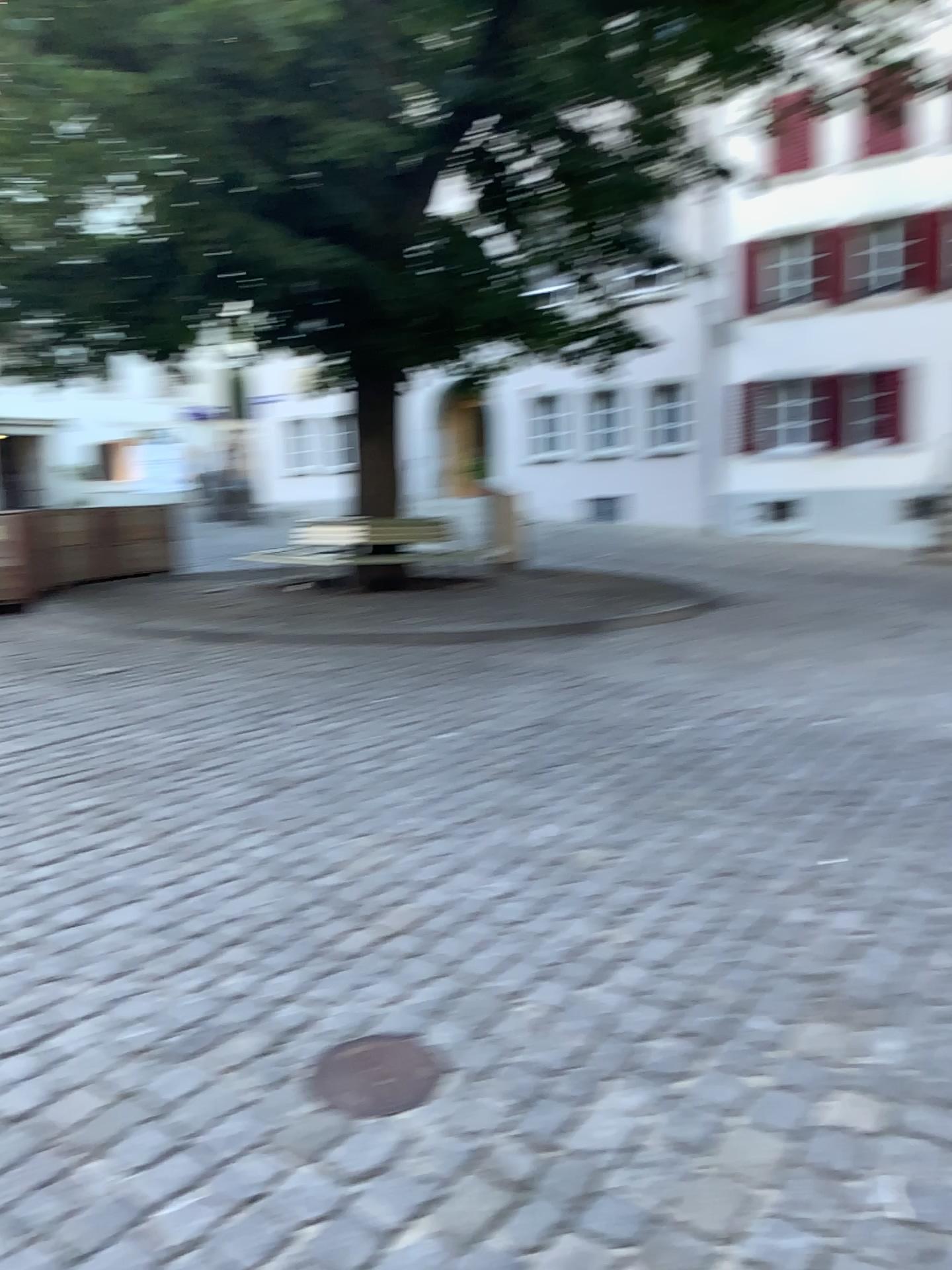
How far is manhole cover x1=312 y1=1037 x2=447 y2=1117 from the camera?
2.23m

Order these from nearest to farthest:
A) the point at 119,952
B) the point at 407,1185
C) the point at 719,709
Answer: the point at 407,1185, the point at 119,952, the point at 719,709

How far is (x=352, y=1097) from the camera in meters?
2.2 m
